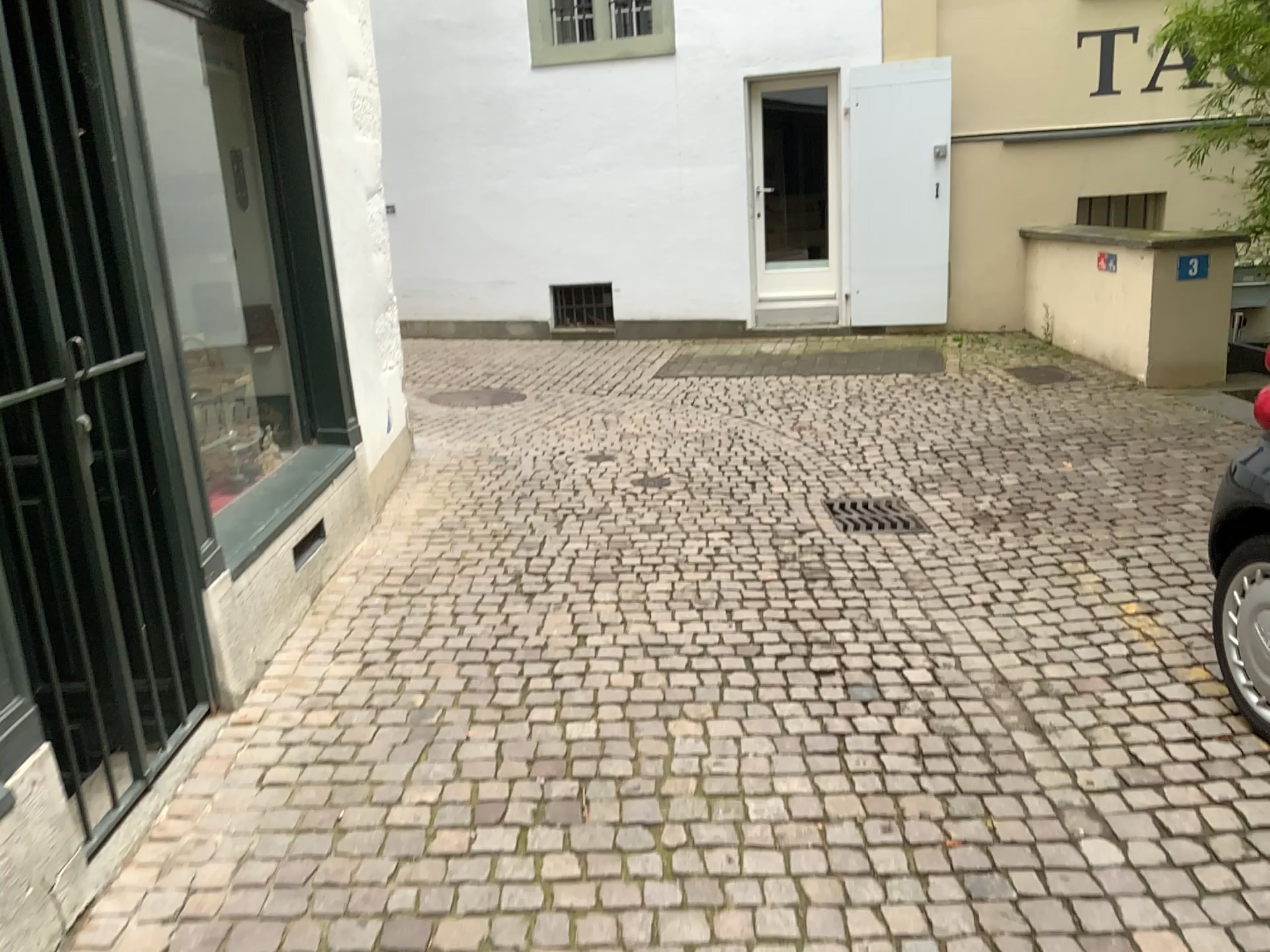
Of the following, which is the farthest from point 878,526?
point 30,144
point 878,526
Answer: point 30,144

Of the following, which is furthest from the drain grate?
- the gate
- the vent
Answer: the gate

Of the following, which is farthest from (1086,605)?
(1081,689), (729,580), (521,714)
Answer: (521,714)

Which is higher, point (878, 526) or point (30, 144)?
point (30, 144)

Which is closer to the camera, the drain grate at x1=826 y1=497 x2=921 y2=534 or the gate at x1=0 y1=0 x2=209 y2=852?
the gate at x1=0 y1=0 x2=209 y2=852

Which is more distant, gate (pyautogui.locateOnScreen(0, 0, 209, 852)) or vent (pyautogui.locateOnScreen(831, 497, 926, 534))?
vent (pyautogui.locateOnScreen(831, 497, 926, 534))

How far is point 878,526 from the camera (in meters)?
4.70

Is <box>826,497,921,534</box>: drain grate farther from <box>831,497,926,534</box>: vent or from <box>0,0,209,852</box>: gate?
<box>0,0,209,852</box>: gate

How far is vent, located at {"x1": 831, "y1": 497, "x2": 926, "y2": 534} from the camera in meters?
4.7 m
